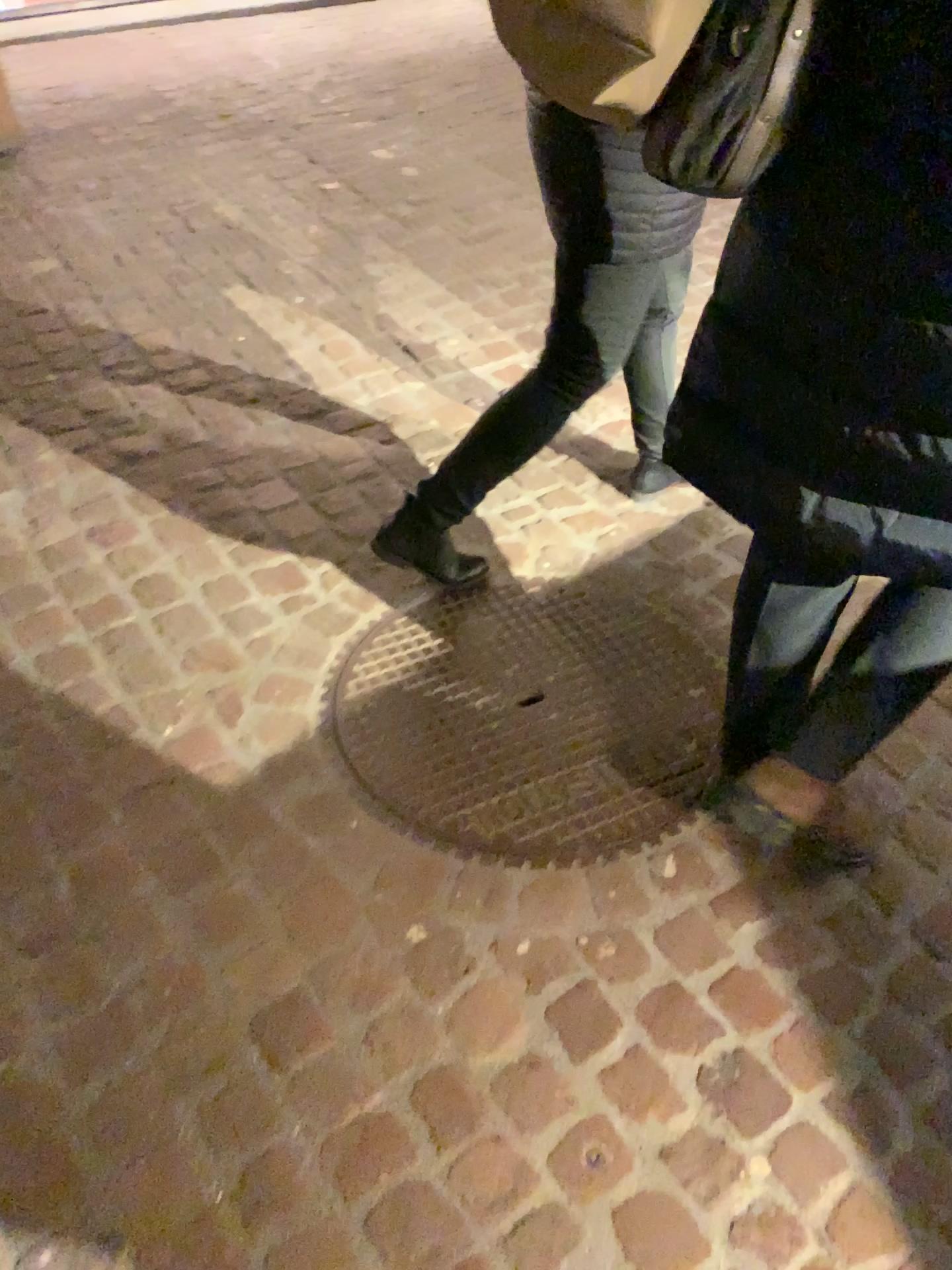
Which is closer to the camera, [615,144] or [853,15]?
[853,15]

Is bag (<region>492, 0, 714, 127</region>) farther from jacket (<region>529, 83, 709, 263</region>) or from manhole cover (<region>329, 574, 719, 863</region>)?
manhole cover (<region>329, 574, 719, 863</region>)

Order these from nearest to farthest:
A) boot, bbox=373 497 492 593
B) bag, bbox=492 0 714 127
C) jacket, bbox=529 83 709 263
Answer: bag, bbox=492 0 714 127, jacket, bbox=529 83 709 263, boot, bbox=373 497 492 593

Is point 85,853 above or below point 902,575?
below

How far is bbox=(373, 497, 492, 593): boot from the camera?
2.0m

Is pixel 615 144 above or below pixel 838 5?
below

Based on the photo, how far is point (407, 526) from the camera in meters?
2.0 m

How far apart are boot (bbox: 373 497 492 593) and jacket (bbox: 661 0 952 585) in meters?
0.7

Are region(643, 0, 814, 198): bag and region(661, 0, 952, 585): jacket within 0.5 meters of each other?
yes

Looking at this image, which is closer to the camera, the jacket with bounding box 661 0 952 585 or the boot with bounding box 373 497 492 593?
the jacket with bounding box 661 0 952 585
